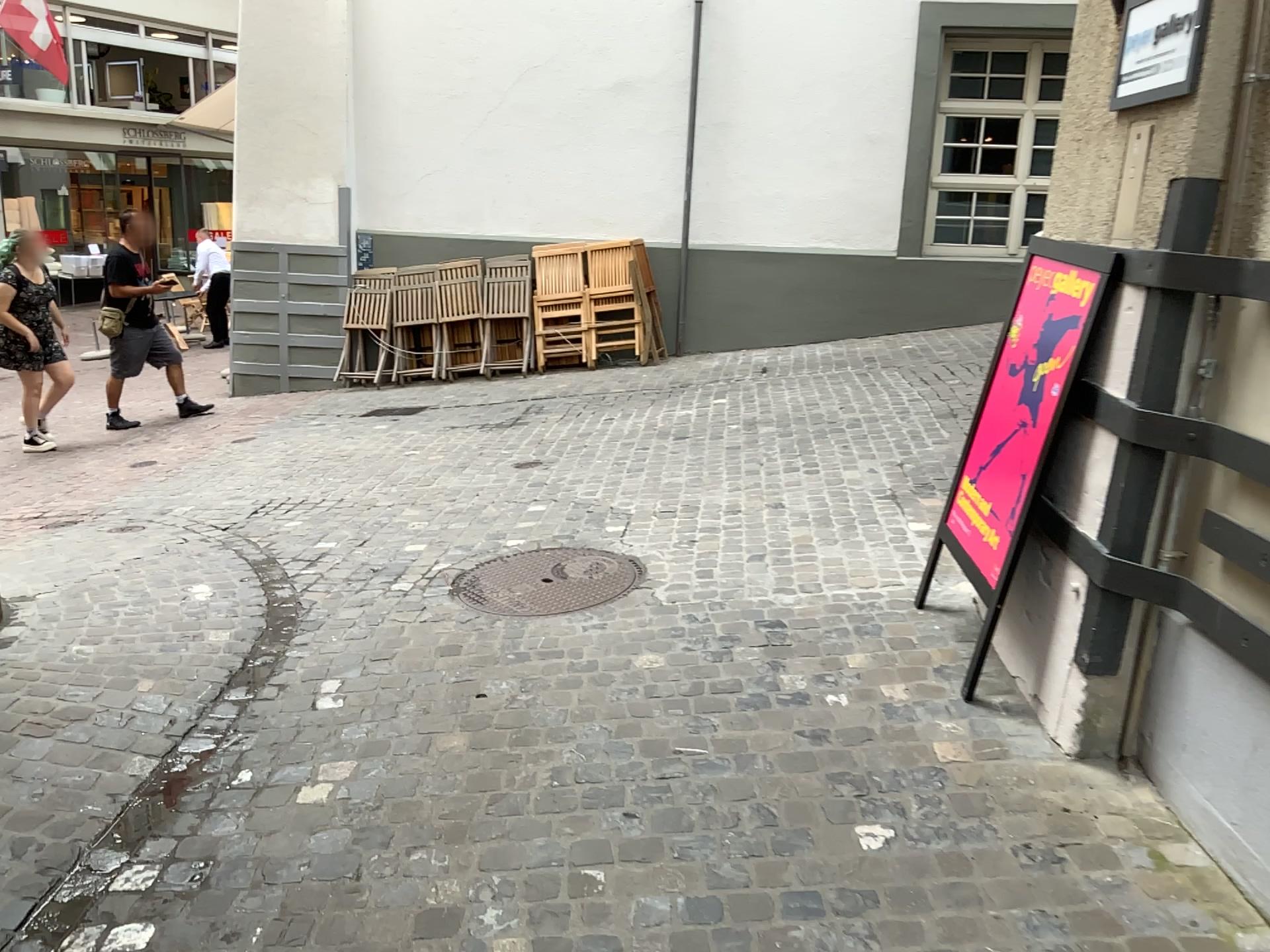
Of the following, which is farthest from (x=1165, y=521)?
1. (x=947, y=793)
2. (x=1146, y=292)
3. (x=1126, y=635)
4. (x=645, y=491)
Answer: (x=645, y=491)

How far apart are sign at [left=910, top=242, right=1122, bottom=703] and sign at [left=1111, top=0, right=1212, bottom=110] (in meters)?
0.39

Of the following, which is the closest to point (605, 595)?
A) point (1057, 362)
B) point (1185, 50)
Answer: point (1057, 362)

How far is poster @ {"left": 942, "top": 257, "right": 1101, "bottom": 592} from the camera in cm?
288

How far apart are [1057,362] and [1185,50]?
0.8 meters

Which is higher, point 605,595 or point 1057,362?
point 1057,362

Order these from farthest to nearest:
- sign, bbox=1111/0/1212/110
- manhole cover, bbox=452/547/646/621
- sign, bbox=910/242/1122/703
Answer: manhole cover, bbox=452/547/646/621, sign, bbox=910/242/1122/703, sign, bbox=1111/0/1212/110

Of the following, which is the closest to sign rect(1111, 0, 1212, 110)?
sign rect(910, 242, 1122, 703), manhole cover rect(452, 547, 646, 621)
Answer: sign rect(910, 242, 1122, 703)

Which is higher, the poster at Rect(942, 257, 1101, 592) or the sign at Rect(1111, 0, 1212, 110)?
the sign at Rect(1111, 0, 1212, 110)

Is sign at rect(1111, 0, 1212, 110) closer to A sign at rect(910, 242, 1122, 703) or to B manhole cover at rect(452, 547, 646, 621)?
A sign at rect(910, 242, 1122, 703)
